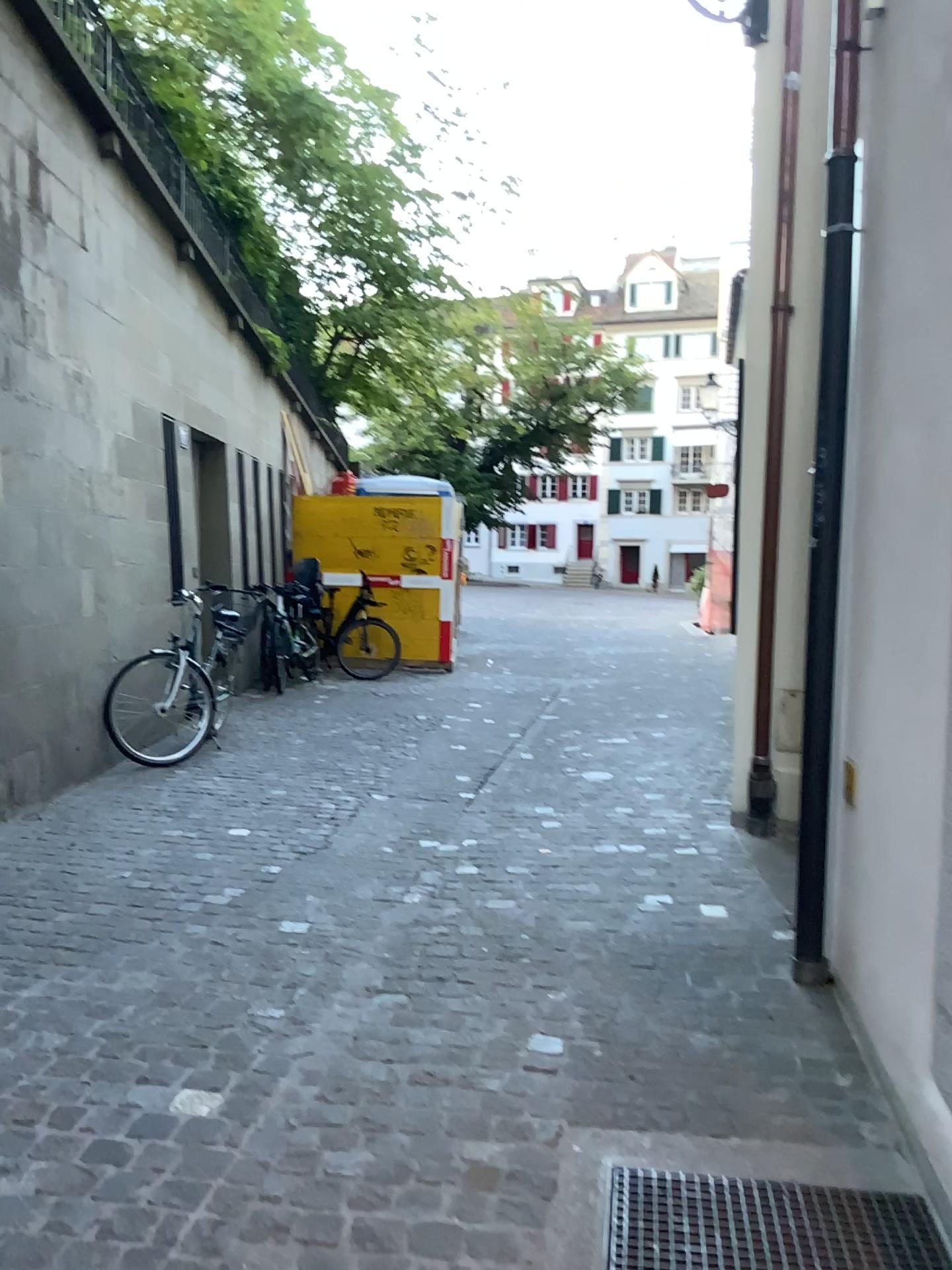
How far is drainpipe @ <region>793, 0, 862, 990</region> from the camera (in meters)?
3.13

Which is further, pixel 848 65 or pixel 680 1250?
pixel 848 65

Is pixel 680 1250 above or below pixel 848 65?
below

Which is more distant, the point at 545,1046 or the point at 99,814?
the point at 99,814

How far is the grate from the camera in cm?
201

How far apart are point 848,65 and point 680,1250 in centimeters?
314cm

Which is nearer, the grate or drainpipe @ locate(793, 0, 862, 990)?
the grate

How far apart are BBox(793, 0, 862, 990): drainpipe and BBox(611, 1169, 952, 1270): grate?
1.1 meters
